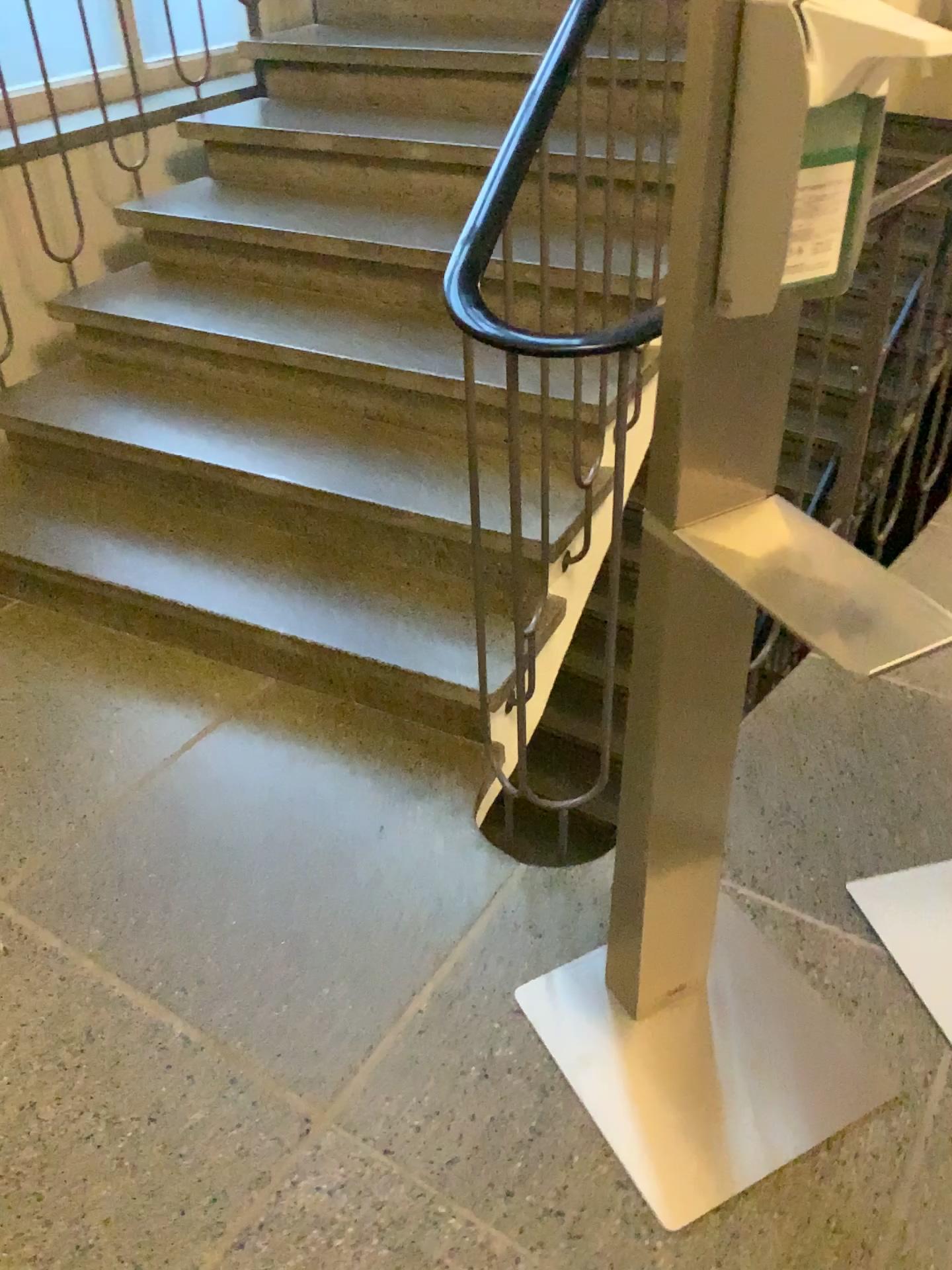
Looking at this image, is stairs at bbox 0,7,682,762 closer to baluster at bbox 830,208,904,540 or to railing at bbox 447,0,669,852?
railing at bbox 447,0,669,852

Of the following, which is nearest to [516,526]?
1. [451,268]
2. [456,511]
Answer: [456,511]

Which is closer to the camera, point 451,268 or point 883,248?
point 883,248

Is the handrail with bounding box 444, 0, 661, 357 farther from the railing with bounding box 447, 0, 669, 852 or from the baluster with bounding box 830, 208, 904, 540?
the baluster with bounding box 830, 208, 904, 540

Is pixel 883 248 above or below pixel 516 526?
above

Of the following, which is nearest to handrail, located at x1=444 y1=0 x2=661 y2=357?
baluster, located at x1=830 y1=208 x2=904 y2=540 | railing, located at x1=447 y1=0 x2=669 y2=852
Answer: railing, located at x1=447 y1=0 x2=669 y2=852

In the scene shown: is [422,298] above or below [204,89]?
below

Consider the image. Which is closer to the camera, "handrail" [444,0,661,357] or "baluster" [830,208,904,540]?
"baluster" [830,208,904,540]
